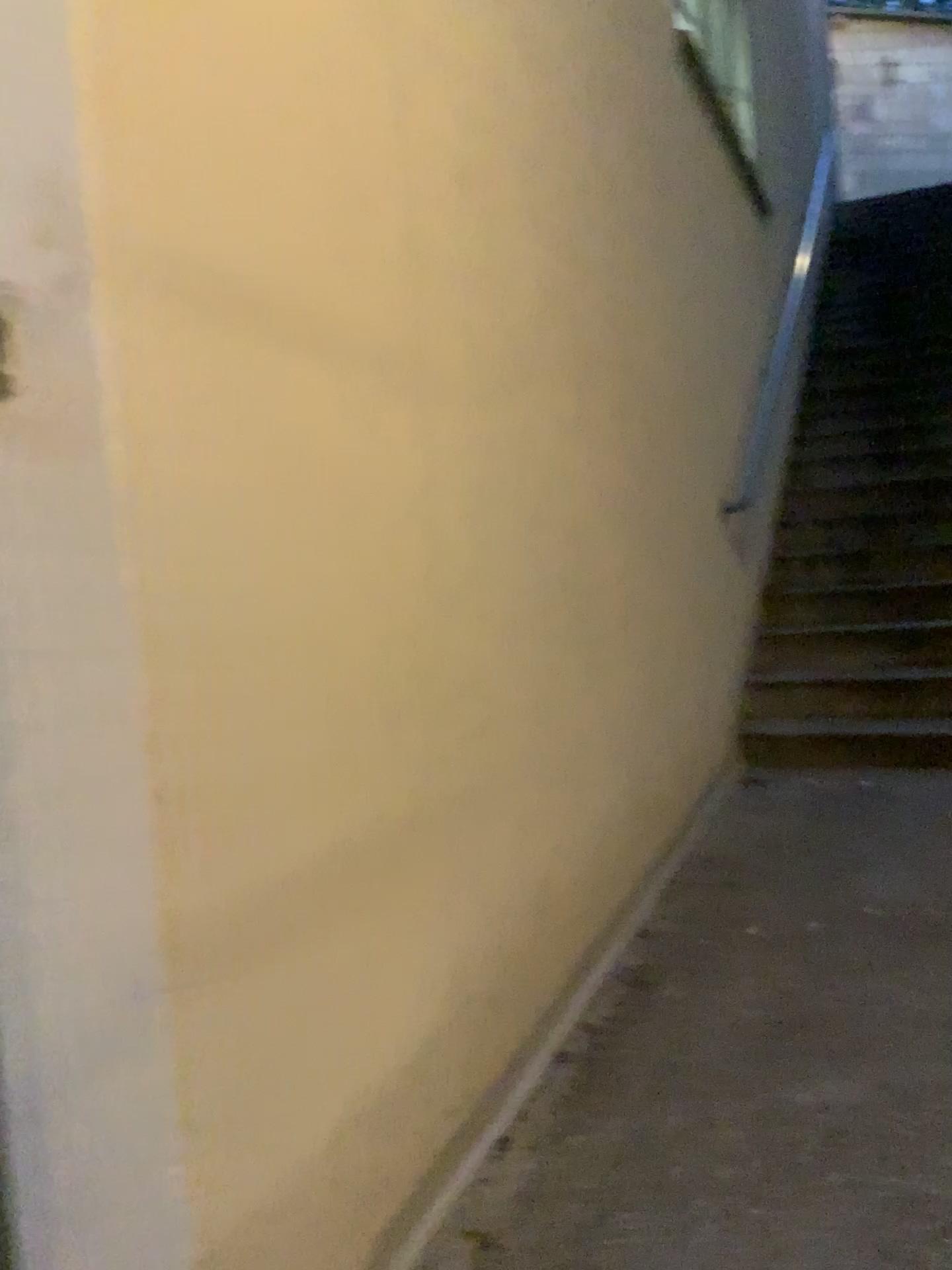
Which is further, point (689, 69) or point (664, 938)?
point (689, 69)
